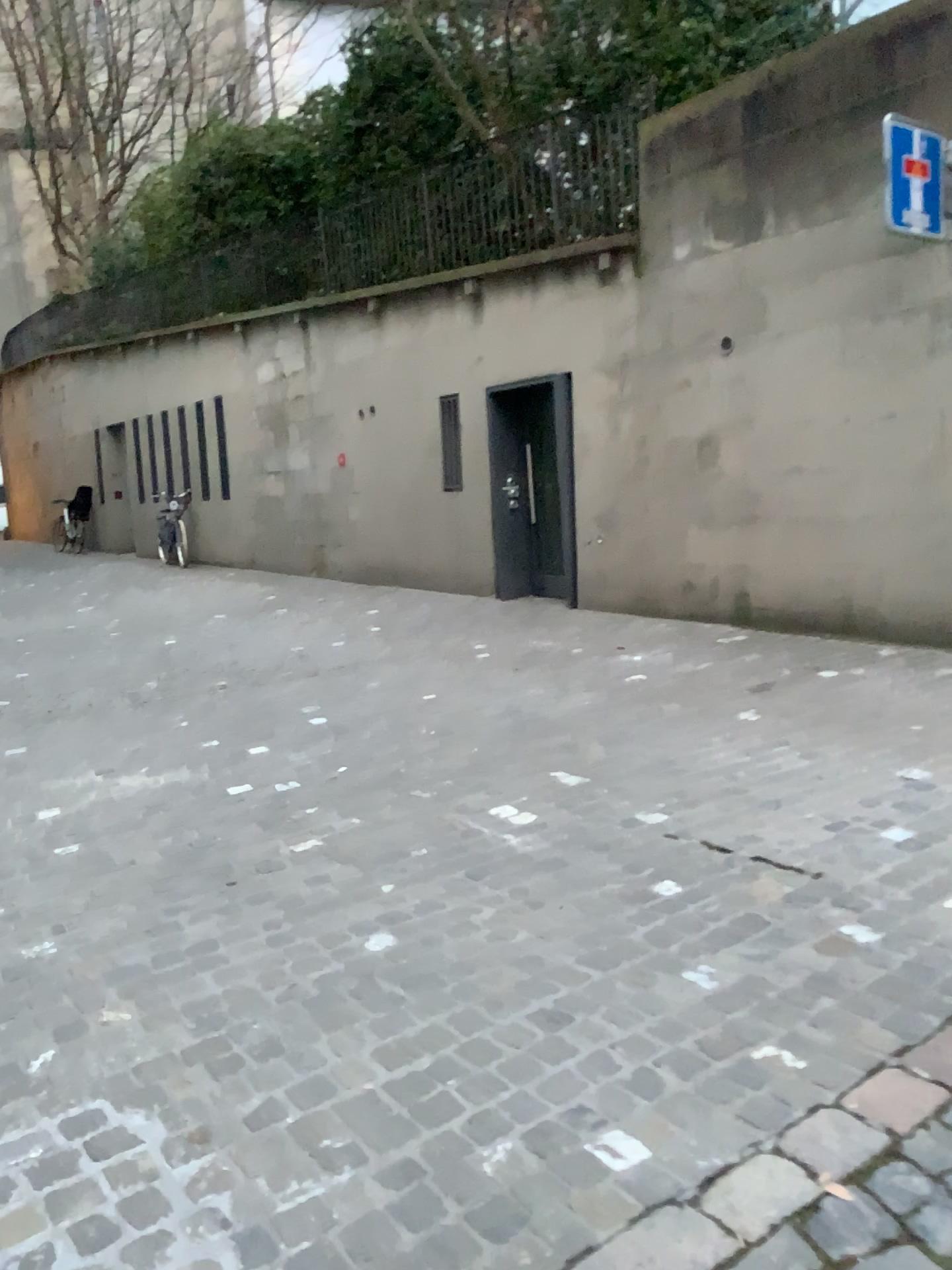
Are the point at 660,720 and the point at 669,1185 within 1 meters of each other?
no
